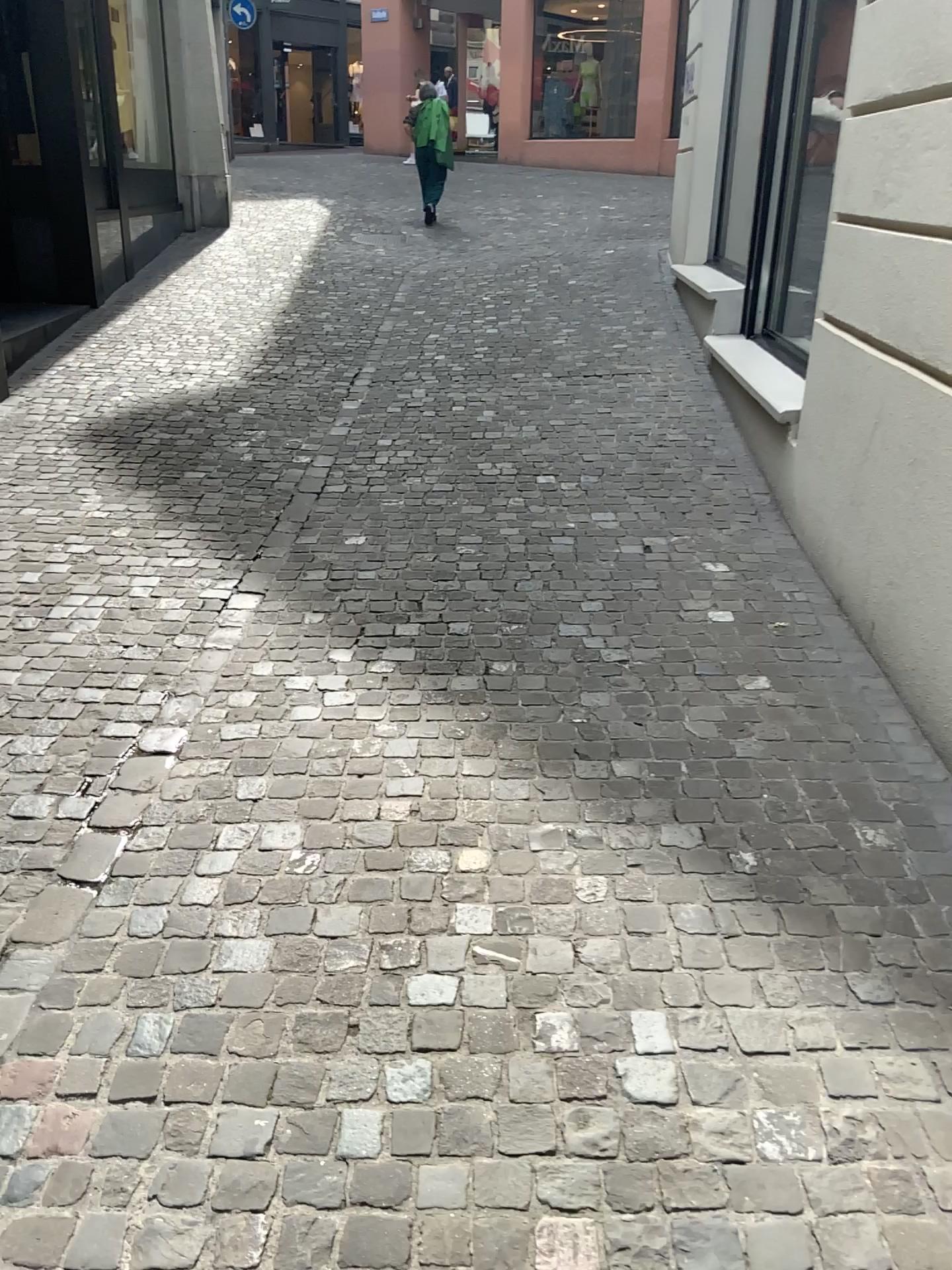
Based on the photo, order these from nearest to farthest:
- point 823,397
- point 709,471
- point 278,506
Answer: point 823,397 < point 278,506 < point 709,471
